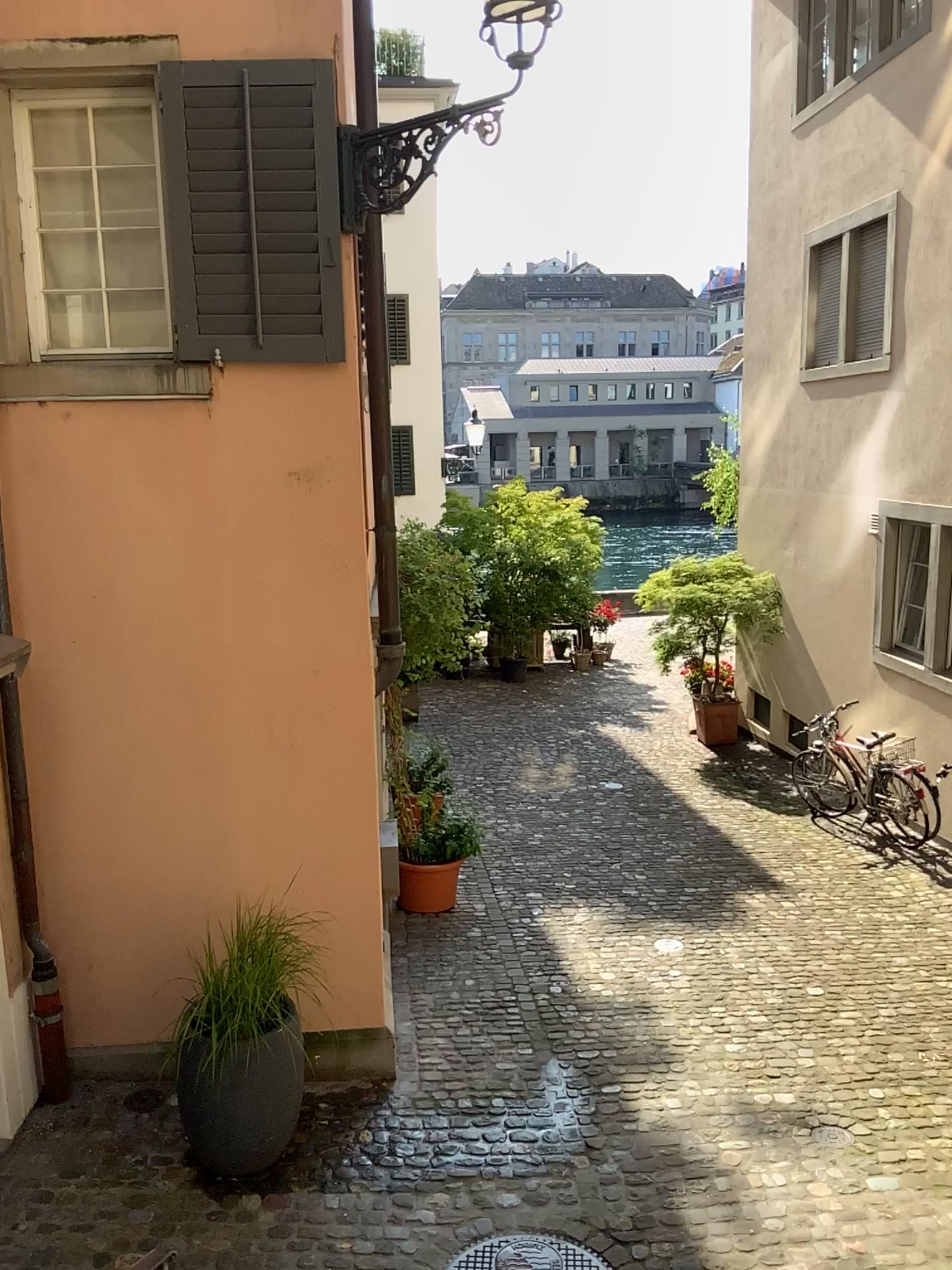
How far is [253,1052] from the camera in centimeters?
438cm

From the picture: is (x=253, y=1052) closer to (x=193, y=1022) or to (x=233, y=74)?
(x=193, y=1022)

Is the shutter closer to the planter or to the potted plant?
the potted plant

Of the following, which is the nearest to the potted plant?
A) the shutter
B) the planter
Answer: the planter

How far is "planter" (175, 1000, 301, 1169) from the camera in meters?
4.4

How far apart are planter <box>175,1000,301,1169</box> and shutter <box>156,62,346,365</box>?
2.97m

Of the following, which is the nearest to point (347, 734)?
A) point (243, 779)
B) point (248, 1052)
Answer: point (243, 779)

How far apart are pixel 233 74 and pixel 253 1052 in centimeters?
412cm

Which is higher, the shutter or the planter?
the shutter
